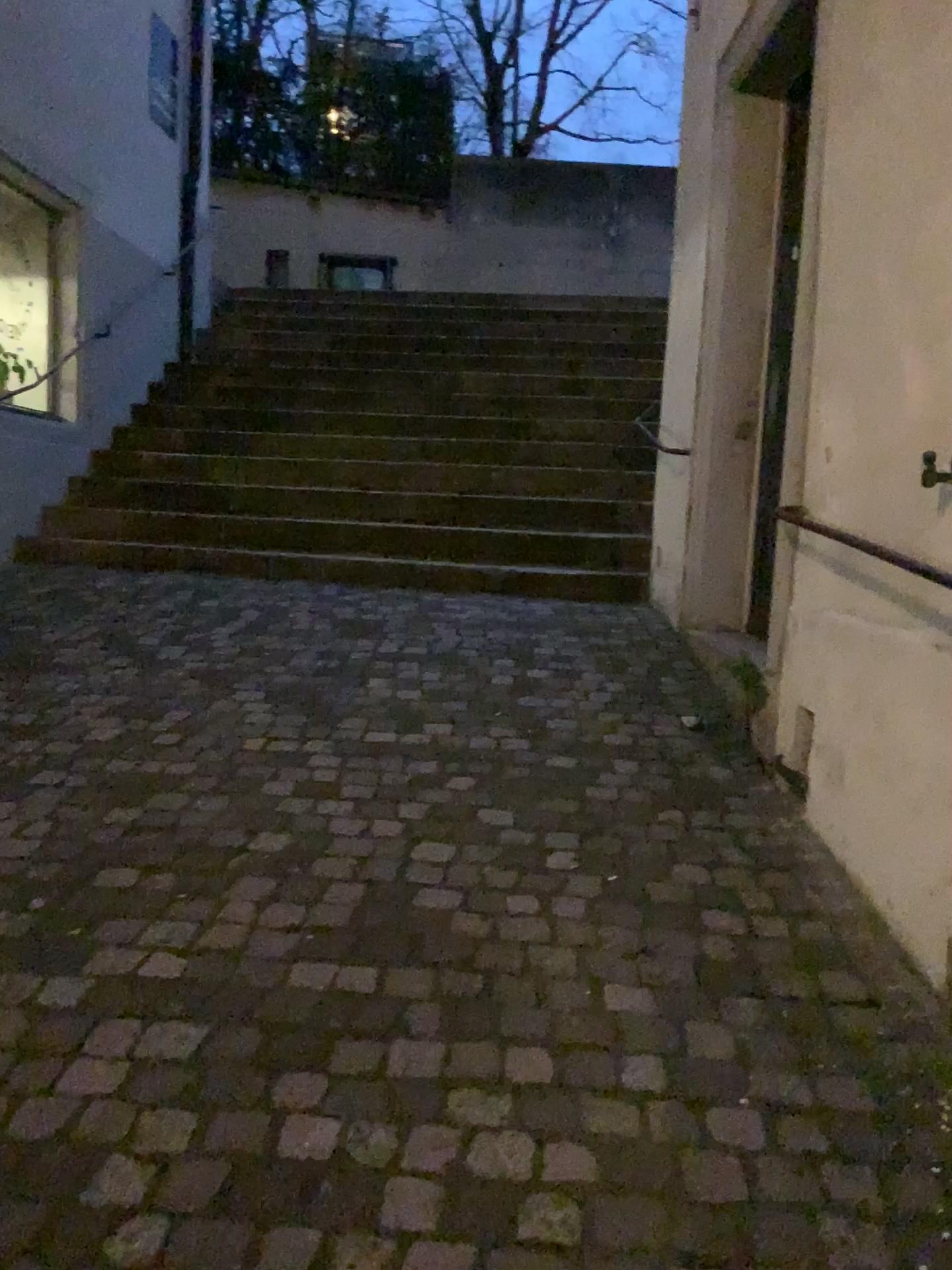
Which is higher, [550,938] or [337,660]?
[337,660]
